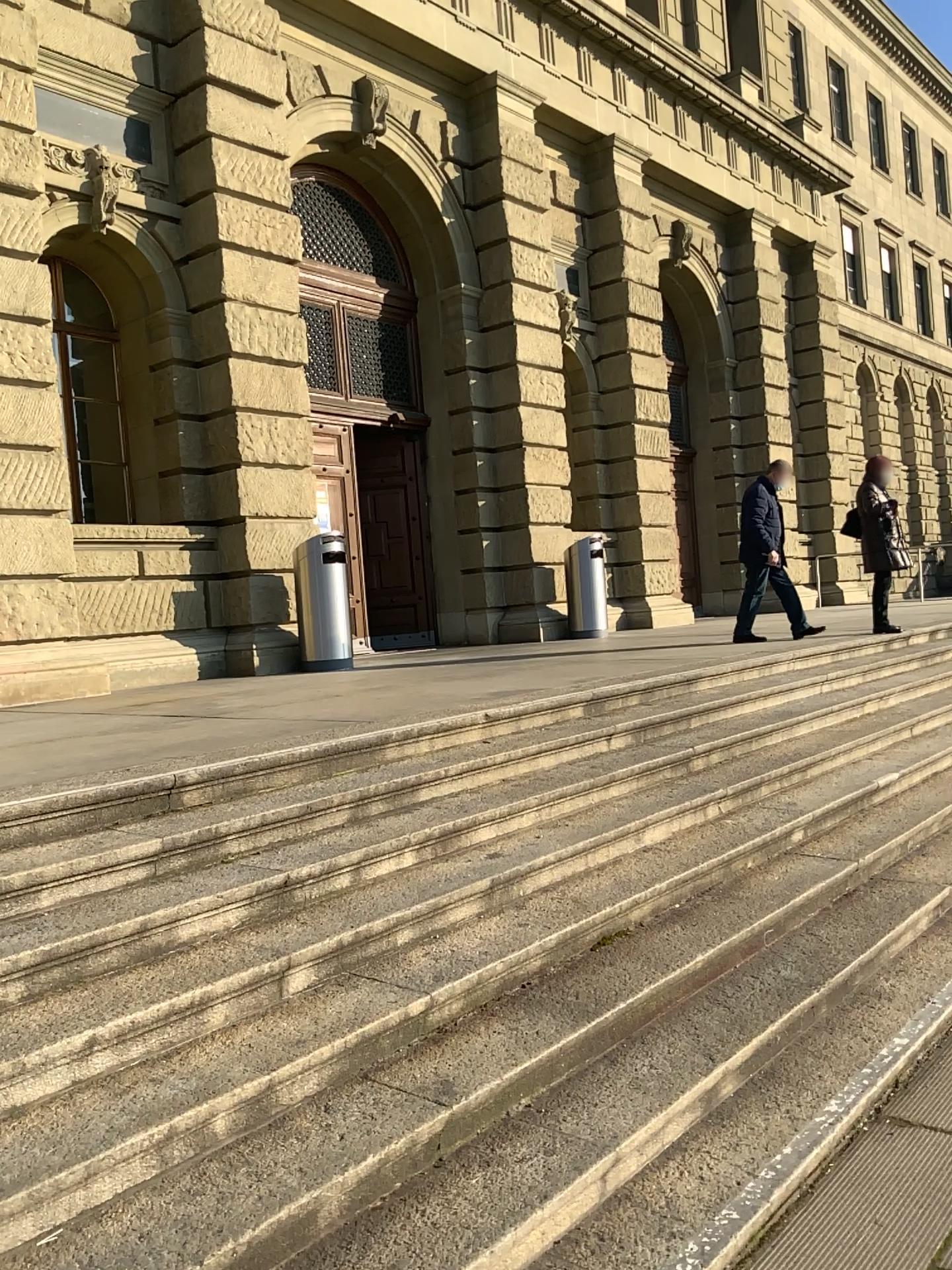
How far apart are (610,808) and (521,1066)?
2.0 meters
